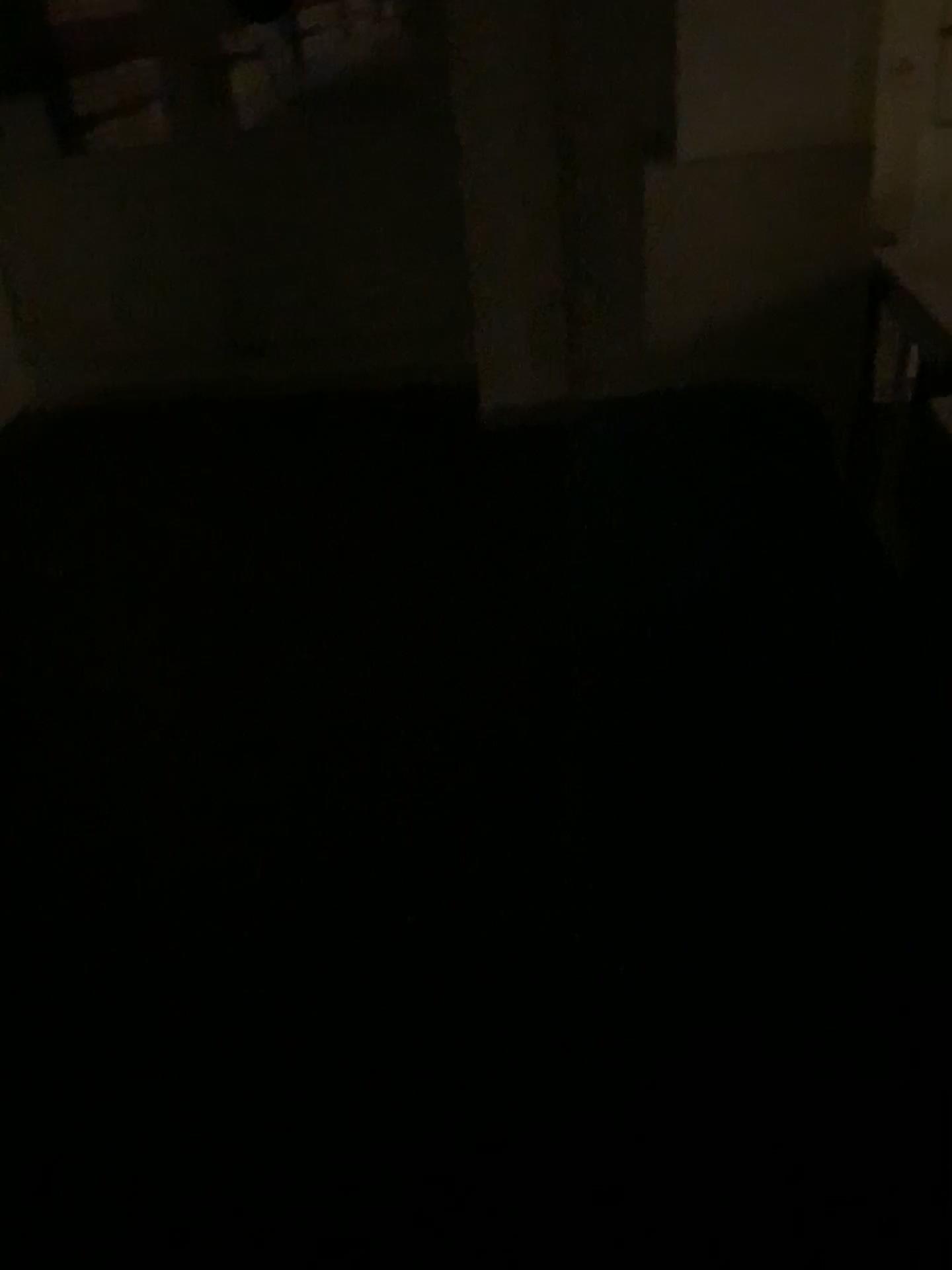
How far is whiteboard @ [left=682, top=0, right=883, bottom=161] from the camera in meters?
2.1 m

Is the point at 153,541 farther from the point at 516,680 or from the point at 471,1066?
the point at 471,1066

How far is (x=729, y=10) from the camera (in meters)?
2.14
